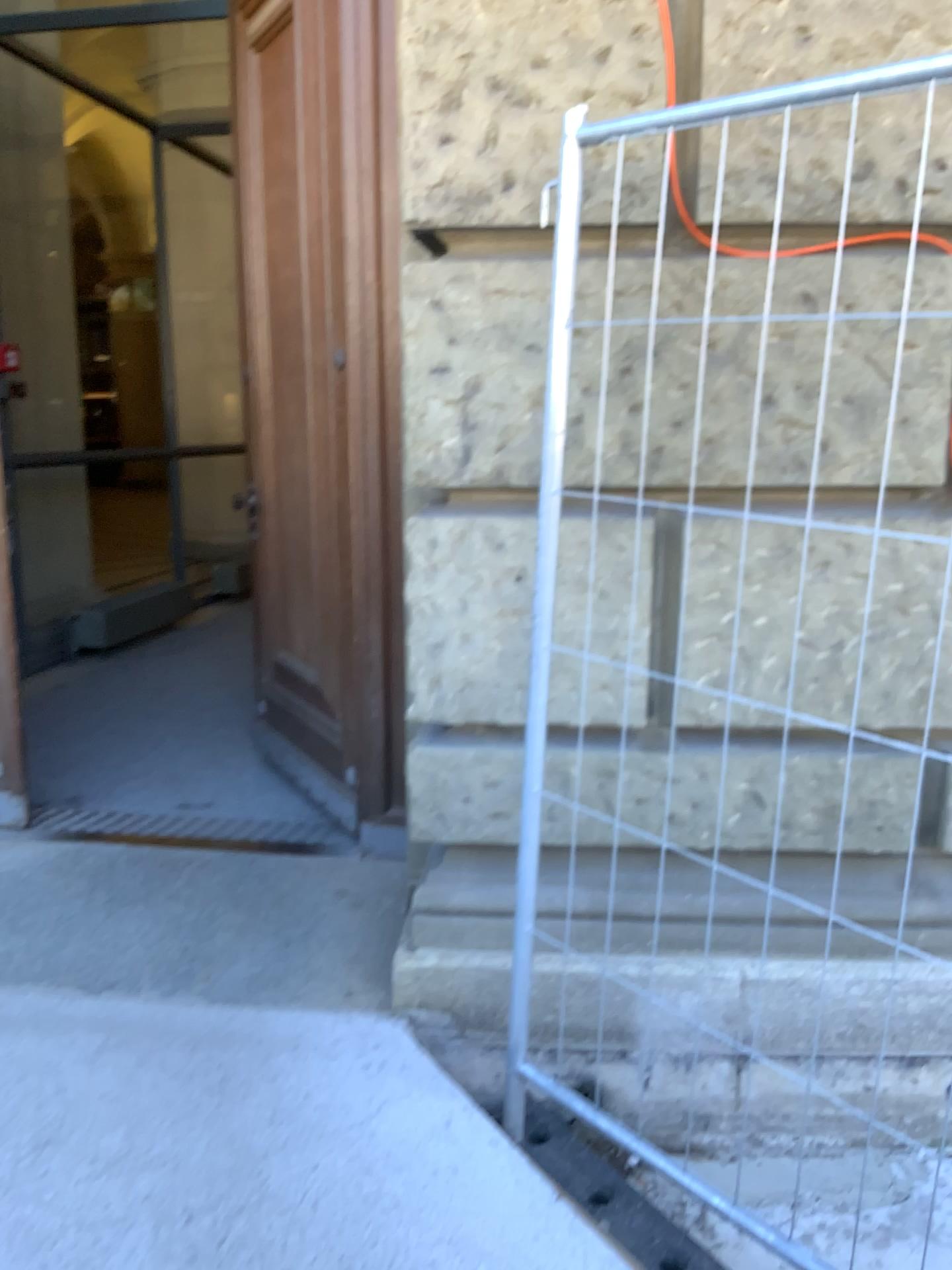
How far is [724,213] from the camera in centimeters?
209cm

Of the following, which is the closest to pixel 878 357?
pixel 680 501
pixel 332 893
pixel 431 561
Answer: pixel 680 501

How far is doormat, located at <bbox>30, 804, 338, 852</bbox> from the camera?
3.3 meters

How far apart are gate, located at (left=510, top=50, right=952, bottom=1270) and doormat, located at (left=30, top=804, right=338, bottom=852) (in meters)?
1.05

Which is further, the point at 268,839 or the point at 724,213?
the point at 268,839

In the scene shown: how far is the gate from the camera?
2.09m

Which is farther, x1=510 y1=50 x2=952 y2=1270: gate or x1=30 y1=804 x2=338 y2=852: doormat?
x1=30 y1=804 x2=338 y2=852: doormat

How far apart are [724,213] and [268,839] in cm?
222
